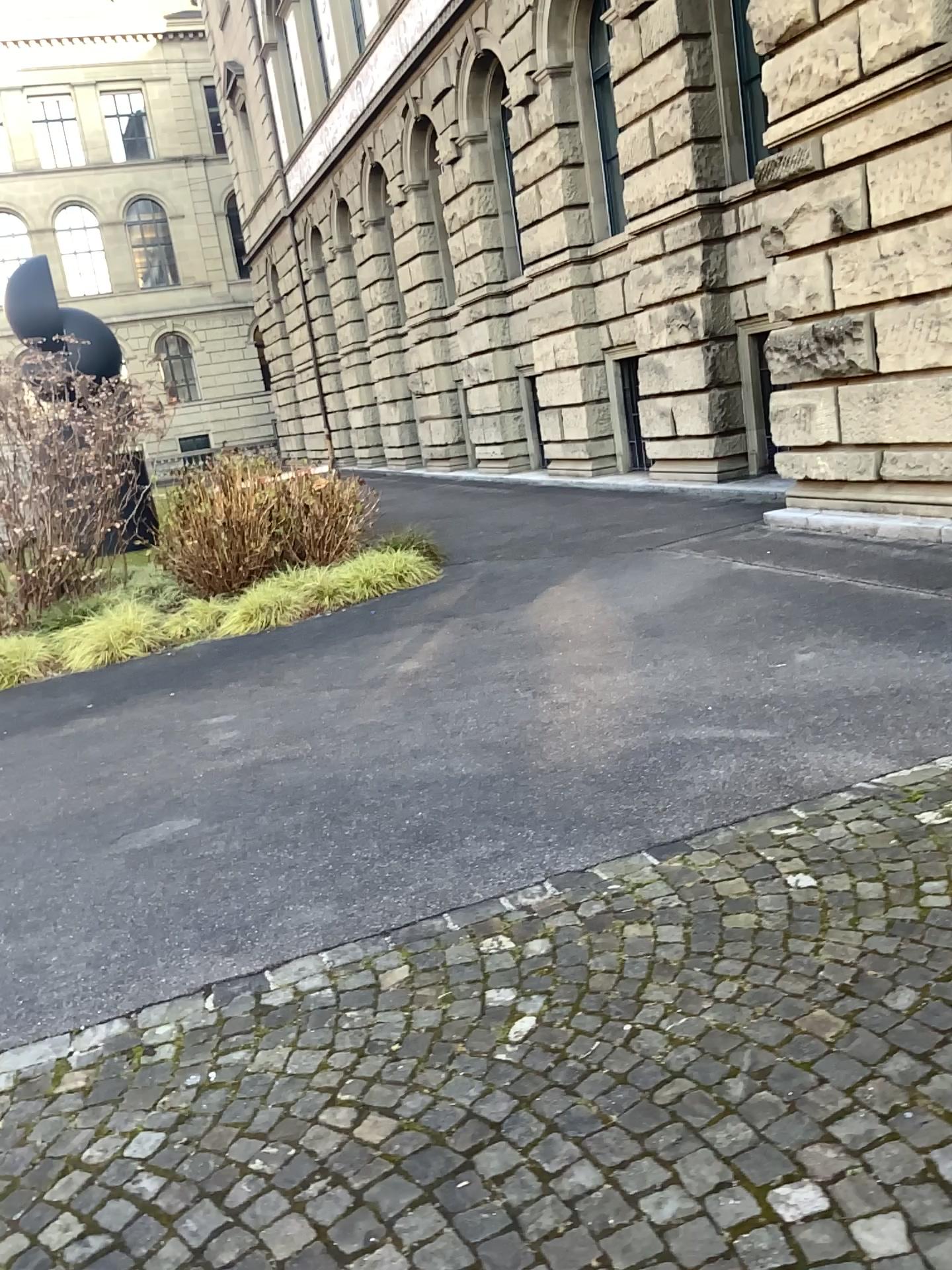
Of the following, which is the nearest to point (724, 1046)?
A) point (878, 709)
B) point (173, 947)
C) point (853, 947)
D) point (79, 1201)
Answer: point (853, 947)
